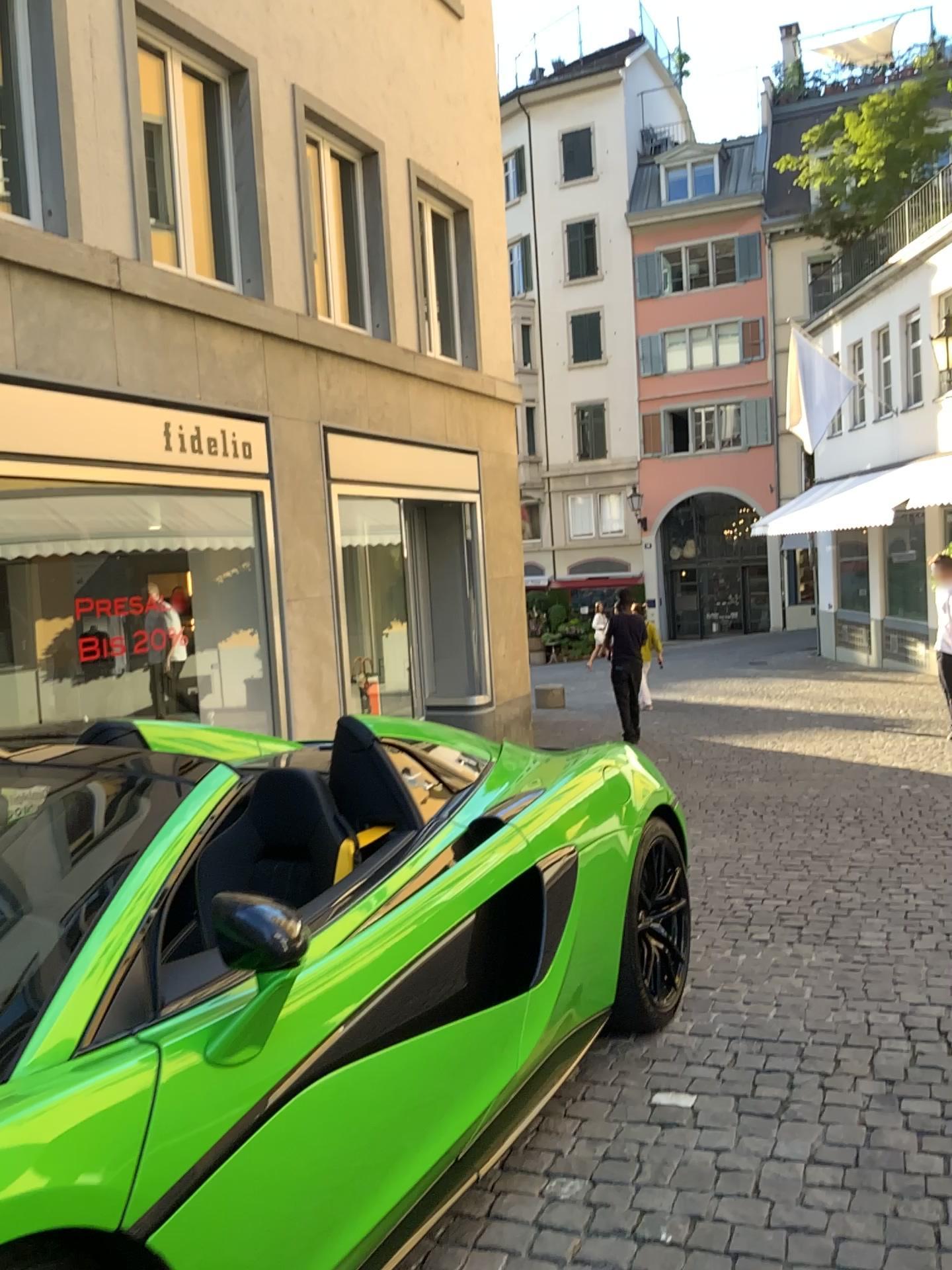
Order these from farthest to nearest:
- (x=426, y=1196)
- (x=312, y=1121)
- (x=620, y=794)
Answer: (x=620, y=794) → (x=426, y=1196) → (x=312, y=1121)
